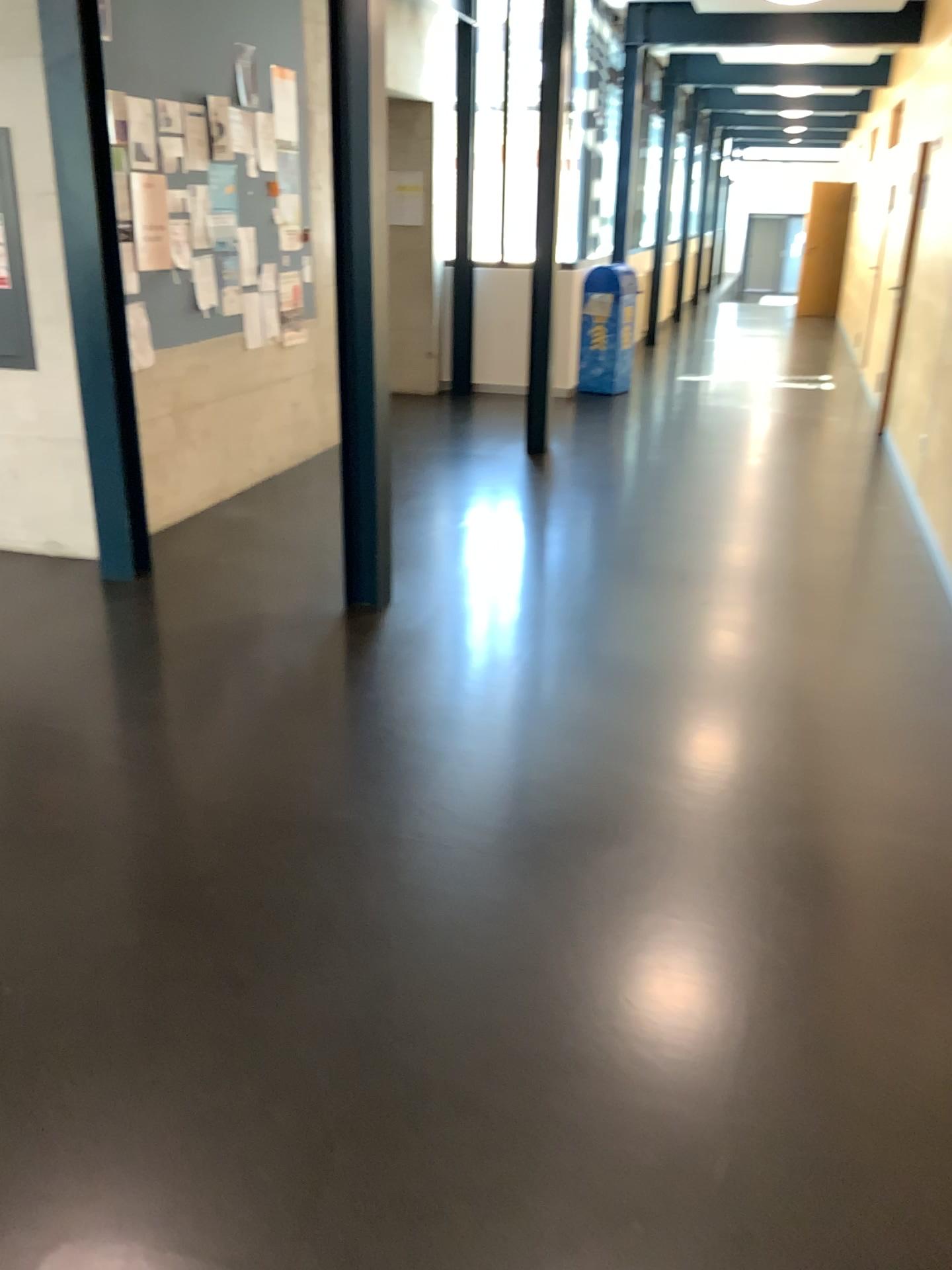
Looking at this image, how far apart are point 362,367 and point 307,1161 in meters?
2.9 m
